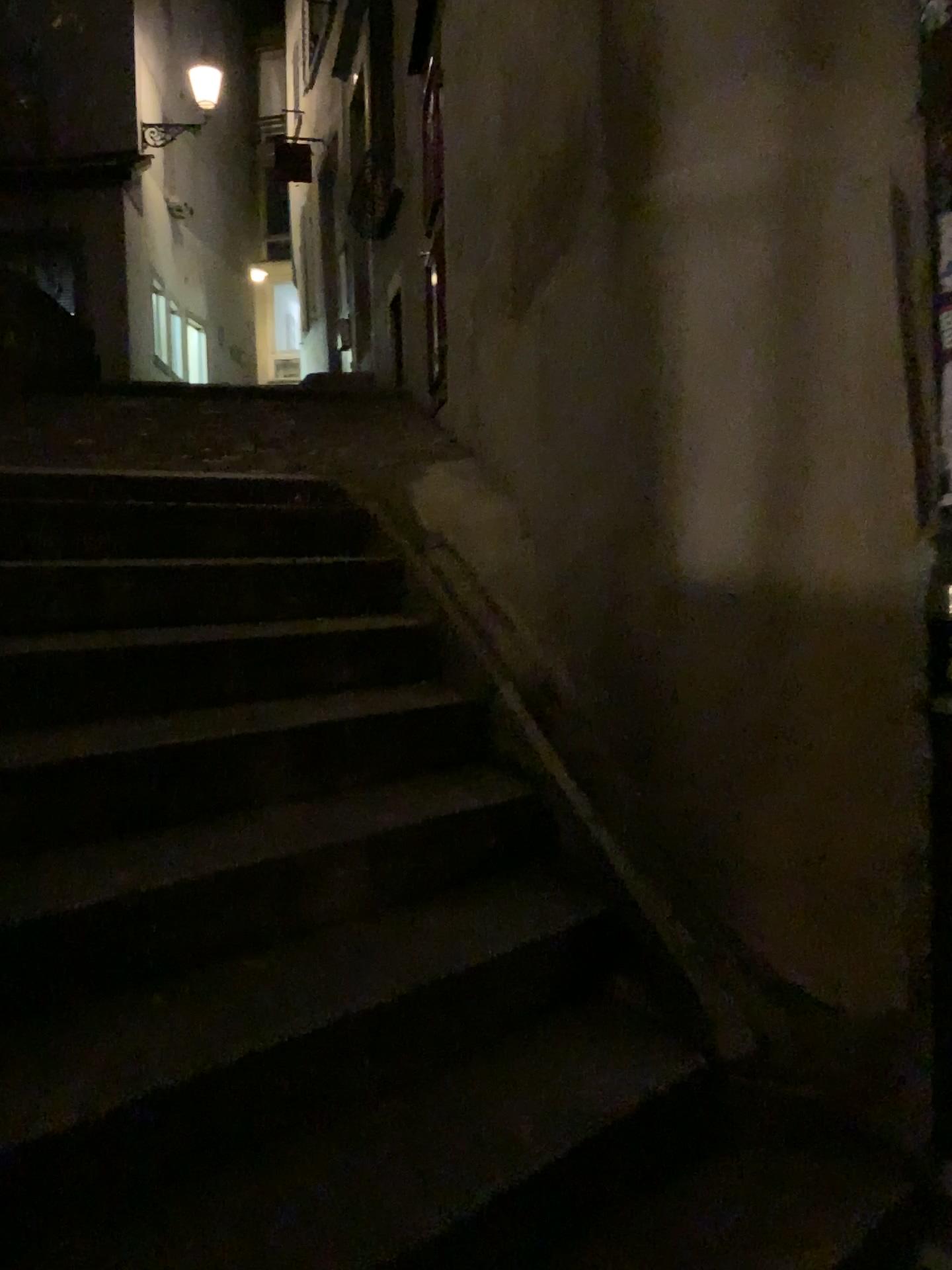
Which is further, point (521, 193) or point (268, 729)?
point (521, 193)
